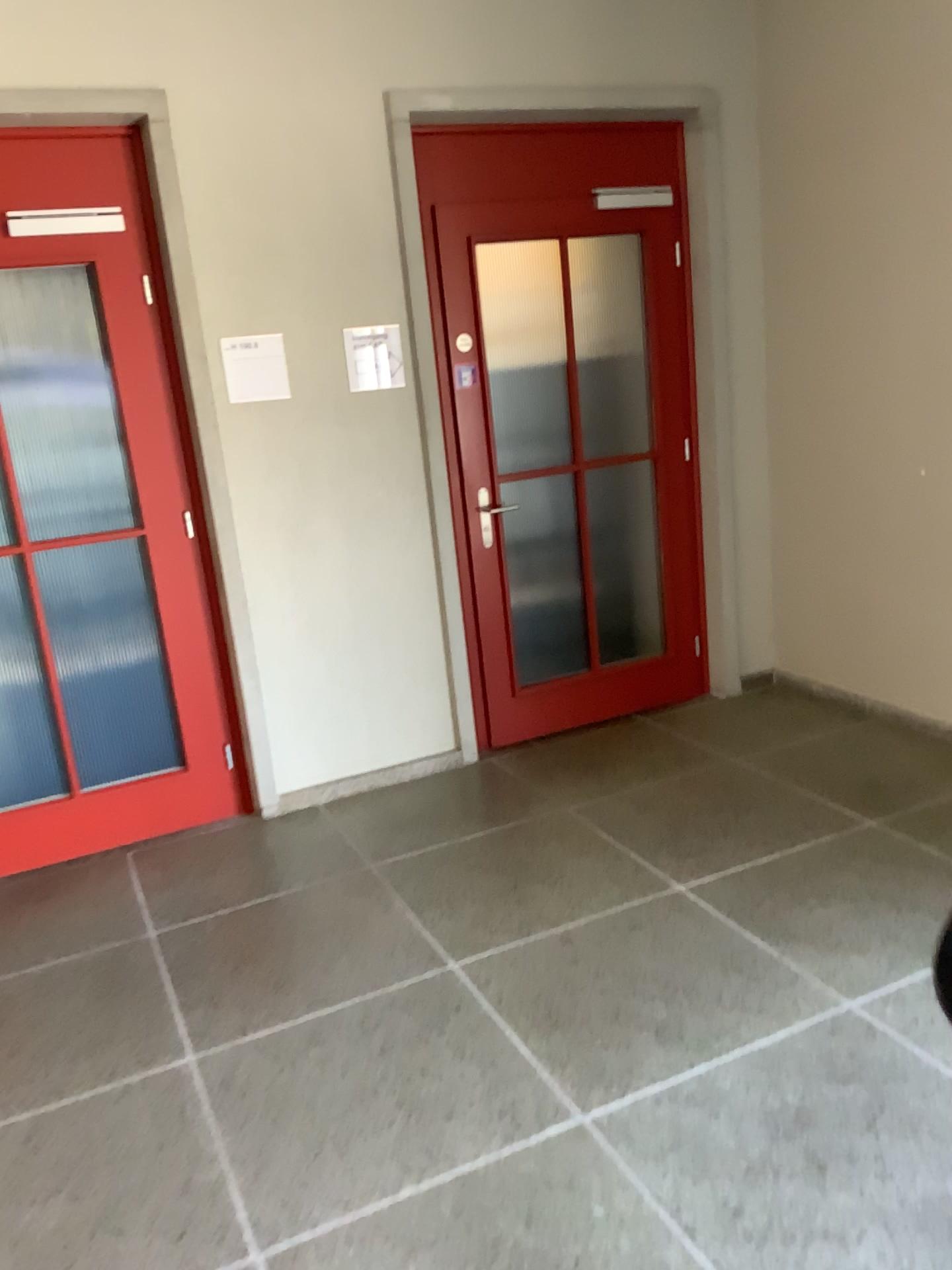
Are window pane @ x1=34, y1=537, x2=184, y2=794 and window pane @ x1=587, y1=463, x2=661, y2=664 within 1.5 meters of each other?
no

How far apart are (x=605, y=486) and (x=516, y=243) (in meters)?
1.18

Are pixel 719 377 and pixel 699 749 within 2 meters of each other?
yes

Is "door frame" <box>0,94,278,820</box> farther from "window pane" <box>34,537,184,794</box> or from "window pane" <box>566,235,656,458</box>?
"window pane" <box>566,235,656,458</box>

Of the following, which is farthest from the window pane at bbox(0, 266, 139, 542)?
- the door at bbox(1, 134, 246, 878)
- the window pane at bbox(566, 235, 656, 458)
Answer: the window pane at bbox(566, 235, 656, 458)

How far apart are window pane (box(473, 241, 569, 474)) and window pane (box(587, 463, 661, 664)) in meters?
0.5

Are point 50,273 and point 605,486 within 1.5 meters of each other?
no

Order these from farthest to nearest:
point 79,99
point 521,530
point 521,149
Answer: point 521,530
point 521,149
point 79,99

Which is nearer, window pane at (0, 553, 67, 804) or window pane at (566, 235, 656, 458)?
window pane at (0, 553, 67, 804)

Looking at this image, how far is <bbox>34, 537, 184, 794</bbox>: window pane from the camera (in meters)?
3.56
